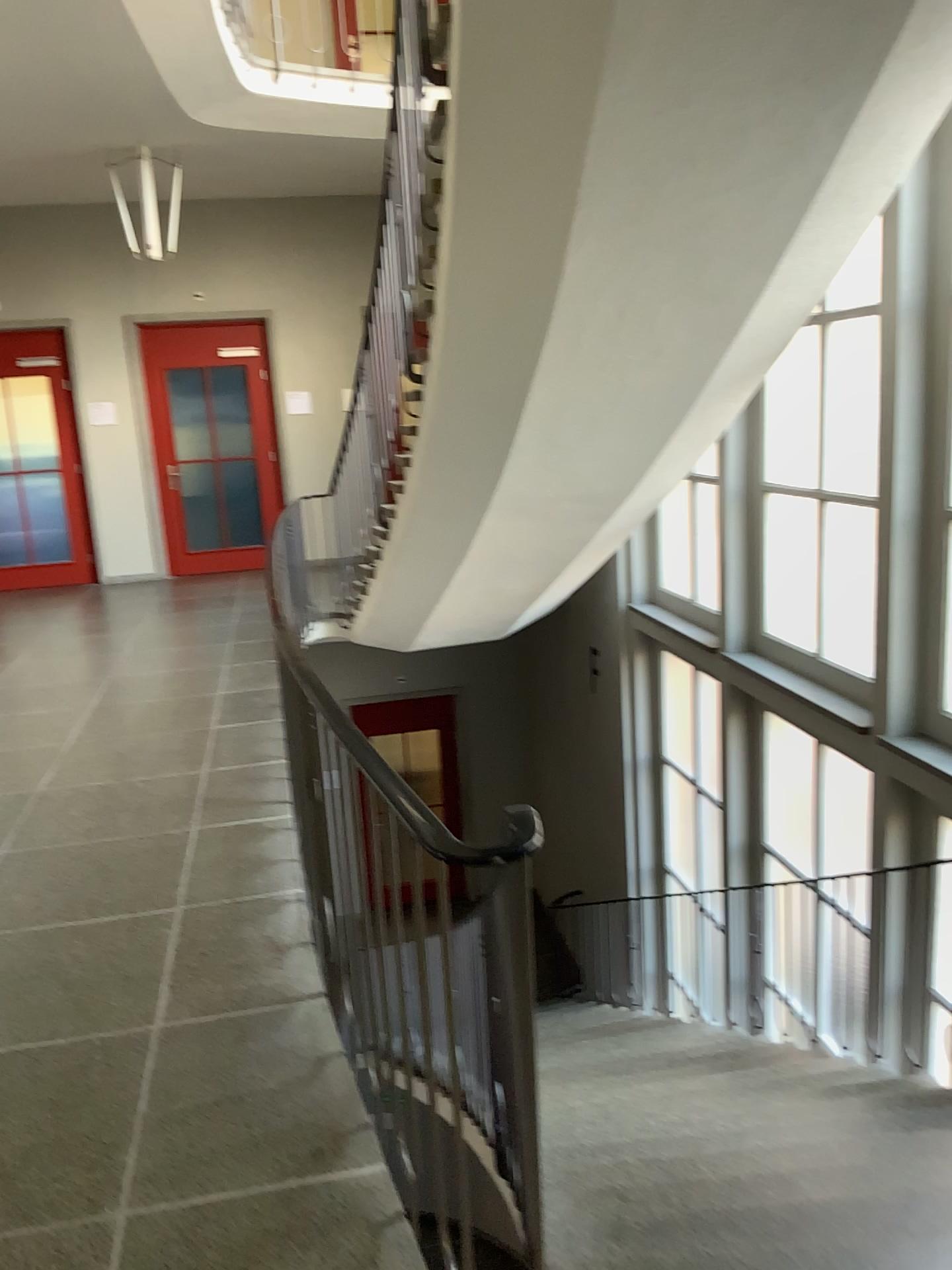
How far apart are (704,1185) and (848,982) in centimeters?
240cm
